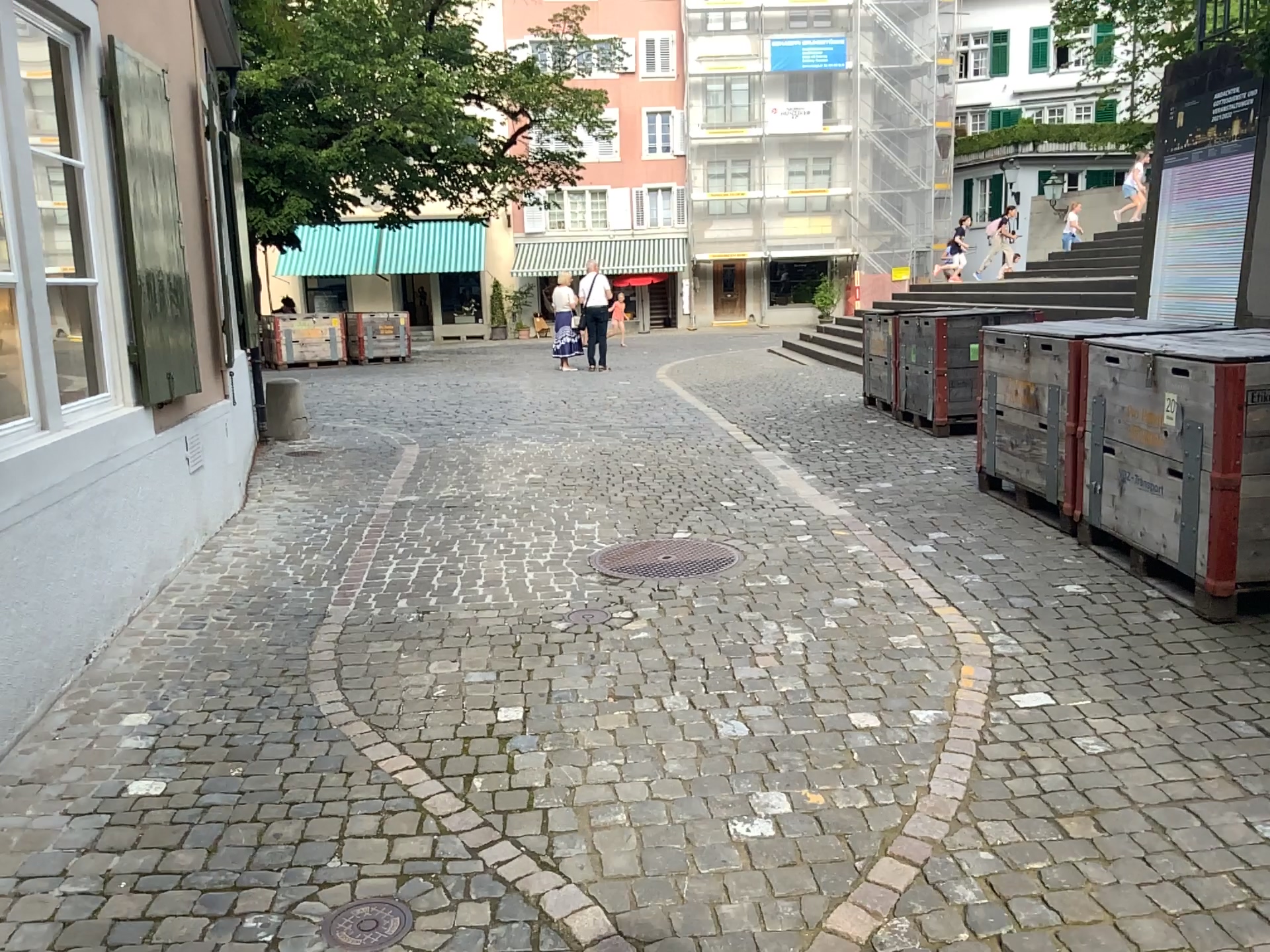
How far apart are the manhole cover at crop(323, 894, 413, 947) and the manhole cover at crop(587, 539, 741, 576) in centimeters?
260cm

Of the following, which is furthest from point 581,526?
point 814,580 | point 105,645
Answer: point 105,645

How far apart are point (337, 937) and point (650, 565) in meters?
2.7

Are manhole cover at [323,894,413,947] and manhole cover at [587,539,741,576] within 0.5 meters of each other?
no

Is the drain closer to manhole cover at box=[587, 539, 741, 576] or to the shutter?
manhole cover at box=[587, 539, 741, 576]

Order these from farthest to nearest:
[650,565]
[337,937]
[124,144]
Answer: [650,565]
[124,144]
[337,937]

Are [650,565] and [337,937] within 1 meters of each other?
no

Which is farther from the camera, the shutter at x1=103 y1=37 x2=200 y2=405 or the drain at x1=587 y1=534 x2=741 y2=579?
the drain at x1=587 y1=534 x2=741 y2=579

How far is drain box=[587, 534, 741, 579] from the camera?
4.81m

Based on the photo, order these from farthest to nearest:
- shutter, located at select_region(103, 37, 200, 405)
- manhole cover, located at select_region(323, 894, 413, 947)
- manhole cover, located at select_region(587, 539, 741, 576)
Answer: manhole cover, located at select_region(587, 539, 741, 576) < shutter, located at select_region(103, 37, 200, 405) < manhole cover, located at select_region(323, 894, 413, 947)
